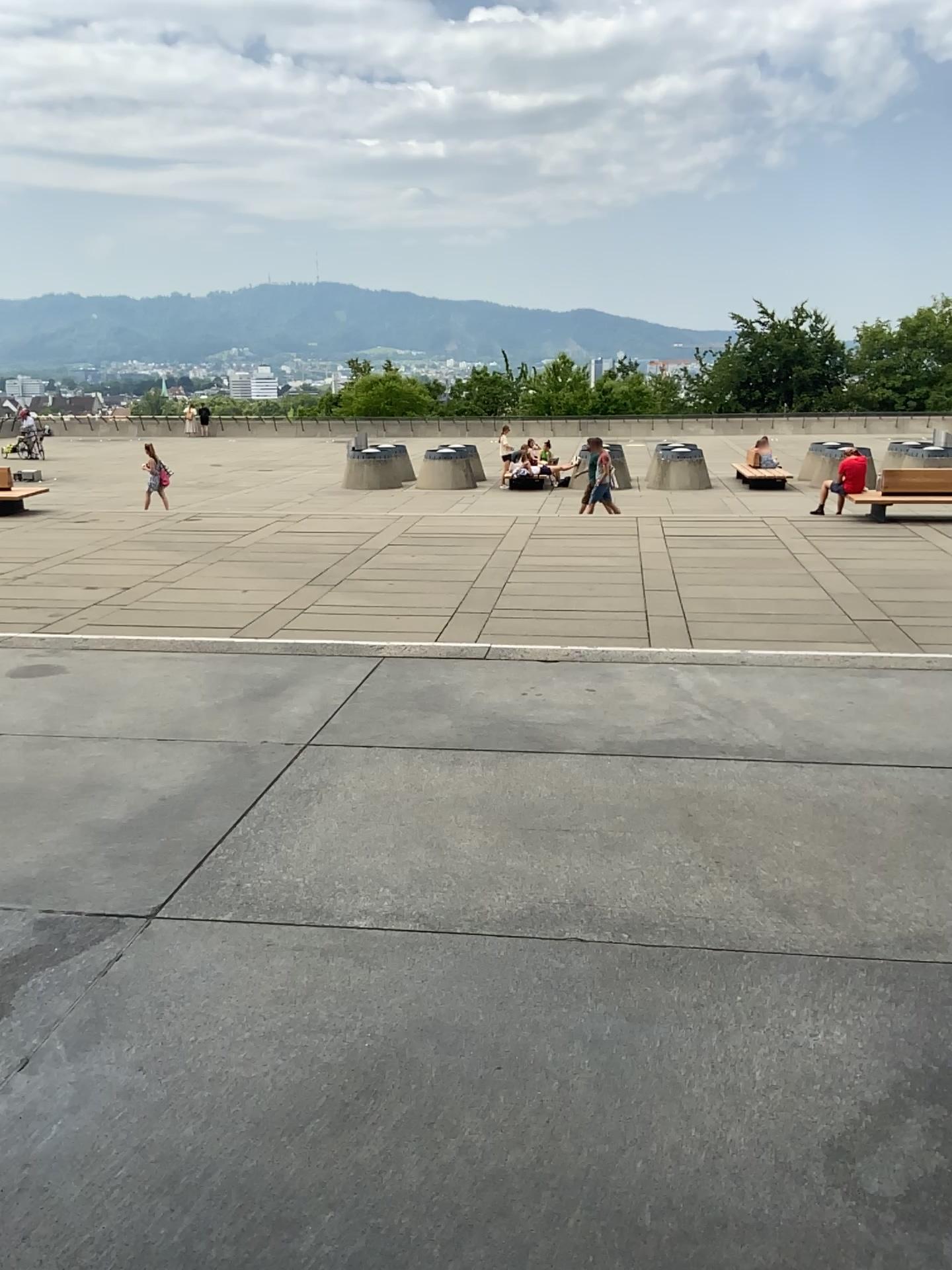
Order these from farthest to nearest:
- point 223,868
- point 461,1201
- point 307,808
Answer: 1. point 307,808
2. point 223,868
3. point 461,1201
